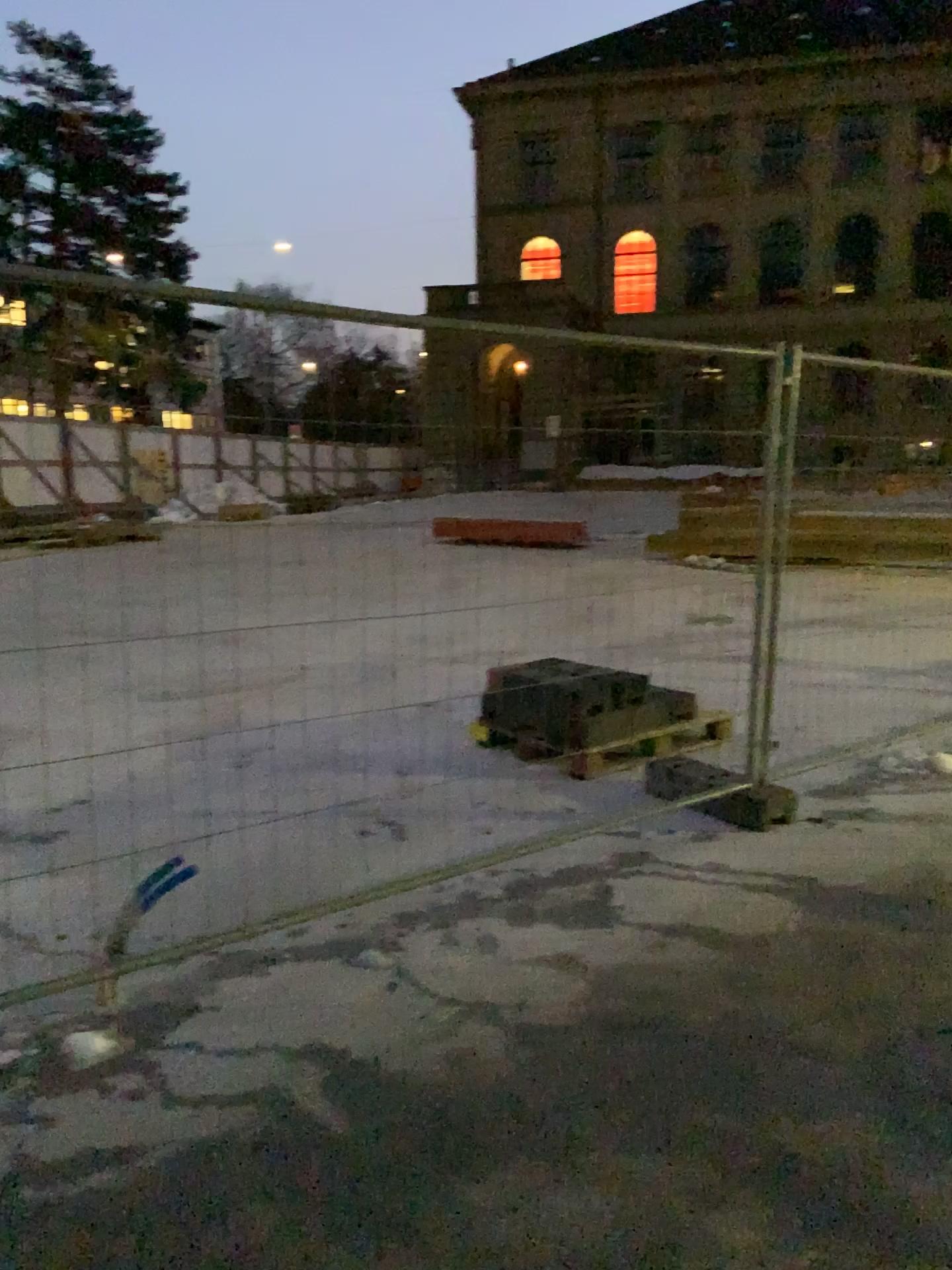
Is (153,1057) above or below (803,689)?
below
